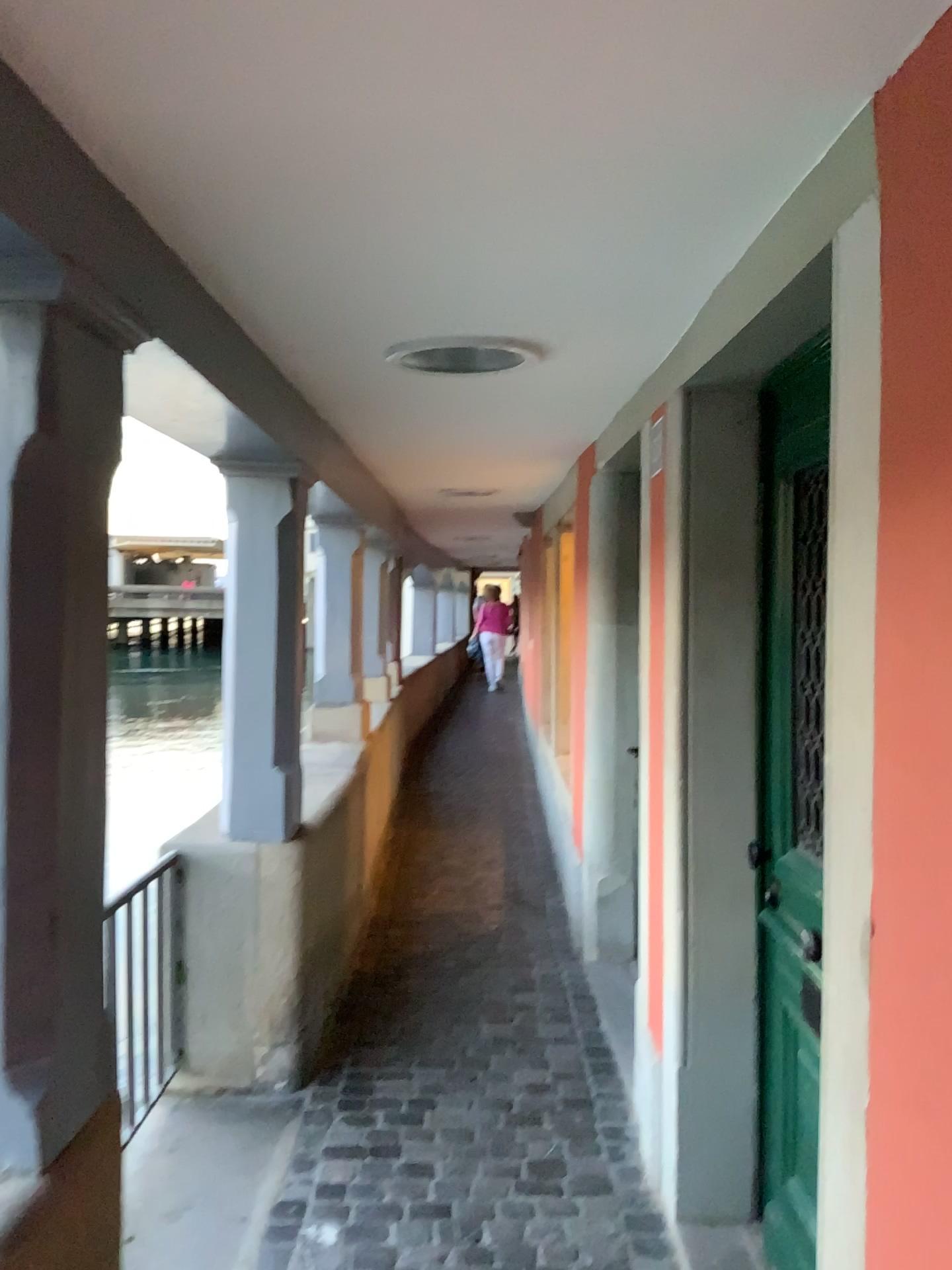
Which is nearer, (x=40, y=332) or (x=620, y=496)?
(x=40, y=332)

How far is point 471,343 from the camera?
2.50m

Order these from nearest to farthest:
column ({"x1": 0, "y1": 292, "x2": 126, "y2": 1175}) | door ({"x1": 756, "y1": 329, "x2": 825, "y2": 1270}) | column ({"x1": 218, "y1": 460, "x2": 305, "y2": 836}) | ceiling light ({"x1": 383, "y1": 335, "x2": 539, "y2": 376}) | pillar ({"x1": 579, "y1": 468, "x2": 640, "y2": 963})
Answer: column ({"x1": 0, "y1": 292, "x2": 126, "y2": 1175}) < door ({"x1": 756, "y1": 329, "x2": 825, "y2": 1270}) < ceiling light ({"x1": 383, "y1": 335, "x2": 539, "y2": 376}) < column ({"x1": 218, "y1": 460, "x2": 305, "y2": 836}) < pillar ({"x1": 579, "y1": 468, "x2": 640, "y2": 963})

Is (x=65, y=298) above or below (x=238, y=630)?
above

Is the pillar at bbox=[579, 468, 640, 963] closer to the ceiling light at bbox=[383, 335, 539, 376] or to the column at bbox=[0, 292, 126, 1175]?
the ceiling light at bbox=[383, 335, 539, 376]

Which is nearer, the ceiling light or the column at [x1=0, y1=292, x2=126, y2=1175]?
the column at [x1=0, y1=292, x2=126, y2=1175]

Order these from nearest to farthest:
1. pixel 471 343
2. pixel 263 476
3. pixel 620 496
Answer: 1. pixel 471 343
2. pixel 263 476
3. pixel 620 496

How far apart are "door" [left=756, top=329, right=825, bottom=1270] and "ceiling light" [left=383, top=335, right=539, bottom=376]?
0.6m

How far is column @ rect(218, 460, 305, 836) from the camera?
3.2m

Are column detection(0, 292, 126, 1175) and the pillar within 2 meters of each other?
no
